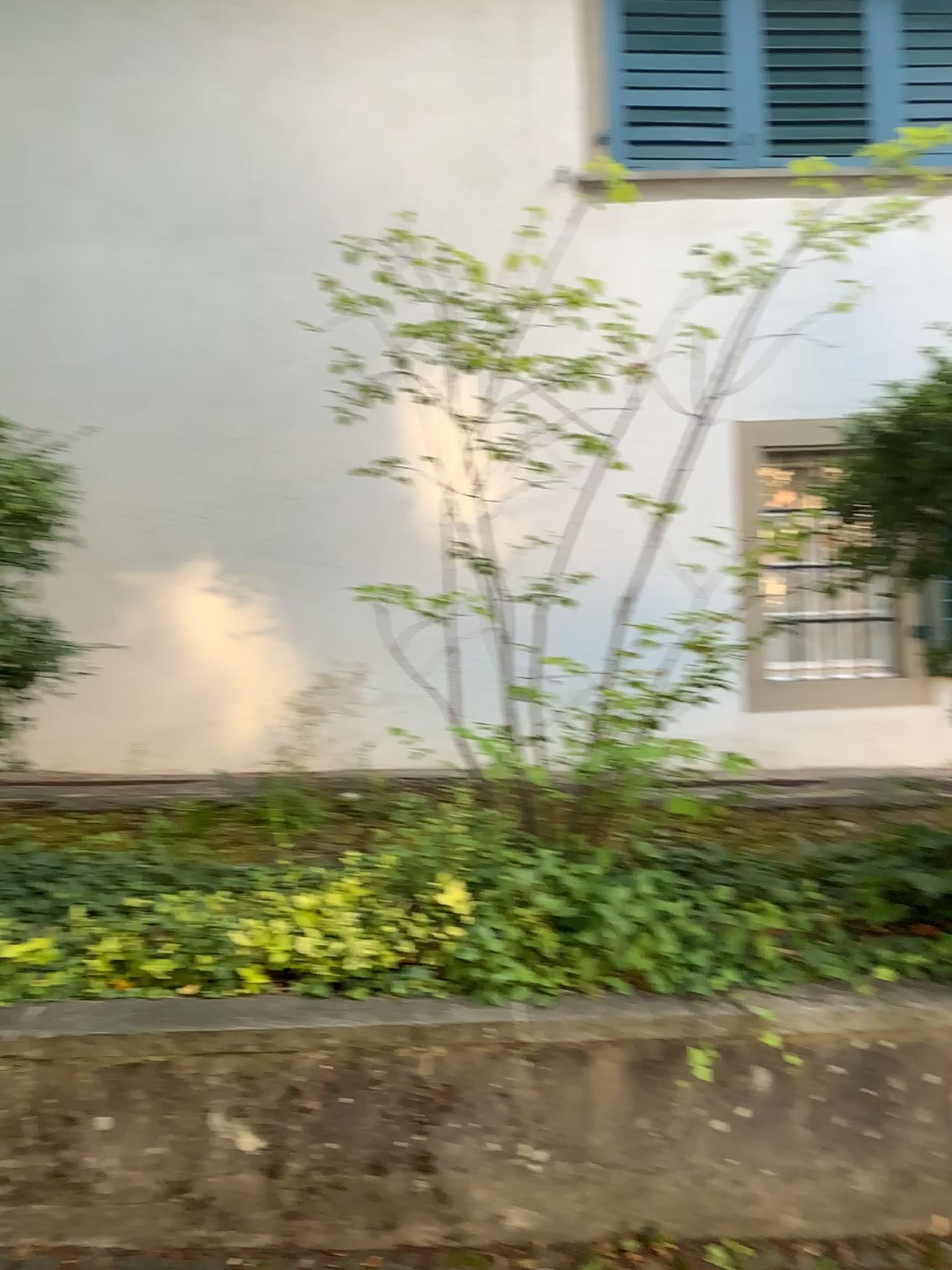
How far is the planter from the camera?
2.1m

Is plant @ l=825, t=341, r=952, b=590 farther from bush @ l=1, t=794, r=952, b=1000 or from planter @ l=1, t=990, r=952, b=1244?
planter @ l=1, t=990, r=952, b=1244

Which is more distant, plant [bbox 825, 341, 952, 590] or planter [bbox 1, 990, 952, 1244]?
plant [bbox 825, 341, 952, 590]

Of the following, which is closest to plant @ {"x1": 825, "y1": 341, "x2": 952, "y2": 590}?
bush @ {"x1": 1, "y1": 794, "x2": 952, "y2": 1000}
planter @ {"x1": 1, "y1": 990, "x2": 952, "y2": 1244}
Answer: bush @ {"x1": 1, "y1": 794, "x2": 952, "y2": 1000}

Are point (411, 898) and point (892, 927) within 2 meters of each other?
yes

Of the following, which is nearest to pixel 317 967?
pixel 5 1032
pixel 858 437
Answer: pixel 5 1032

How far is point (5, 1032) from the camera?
2.15m

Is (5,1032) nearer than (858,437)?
Yes

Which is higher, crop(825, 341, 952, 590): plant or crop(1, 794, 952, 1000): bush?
Answer: crop(825, 341, 952, 590): plant
